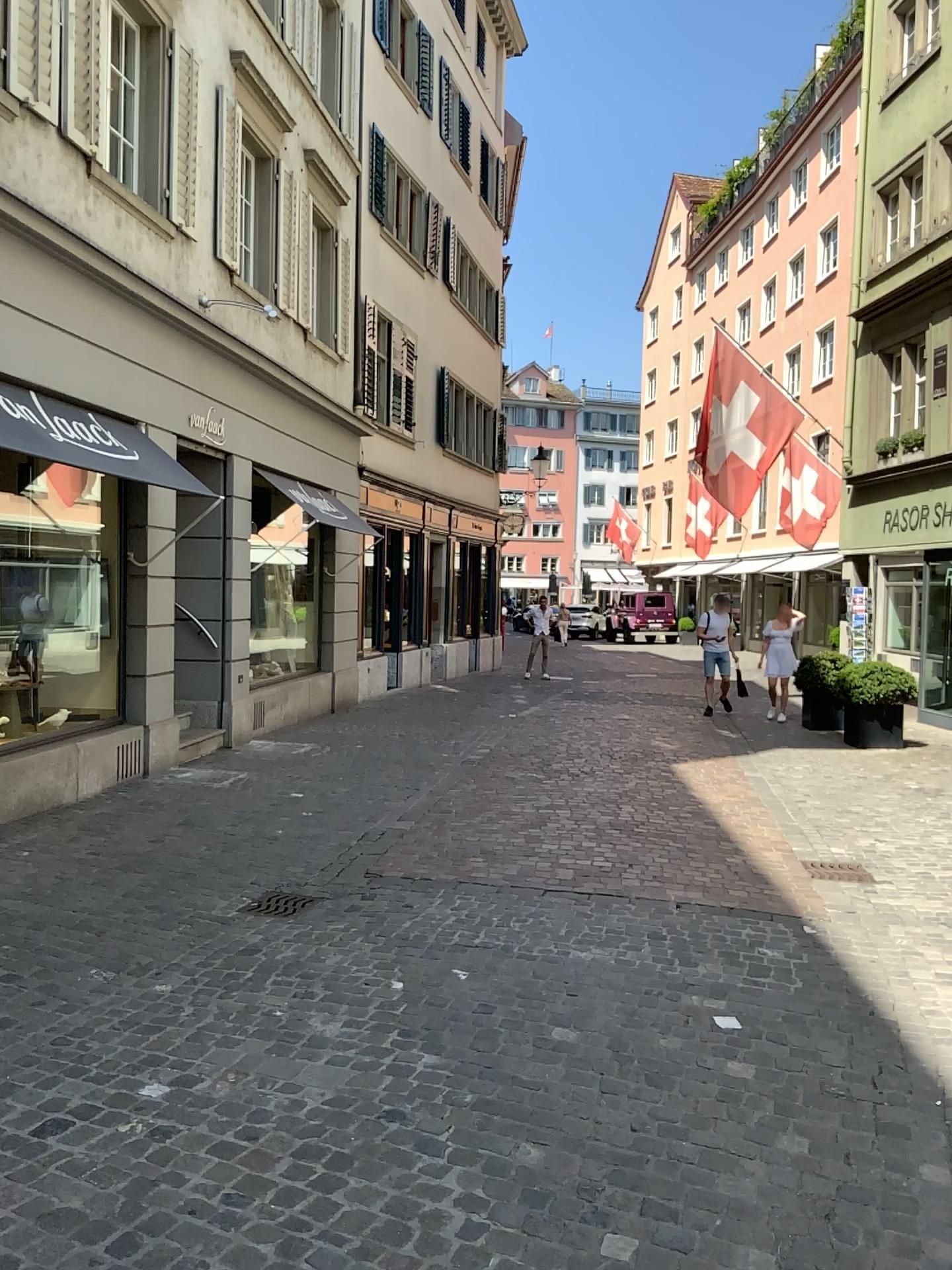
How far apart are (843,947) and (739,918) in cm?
52
